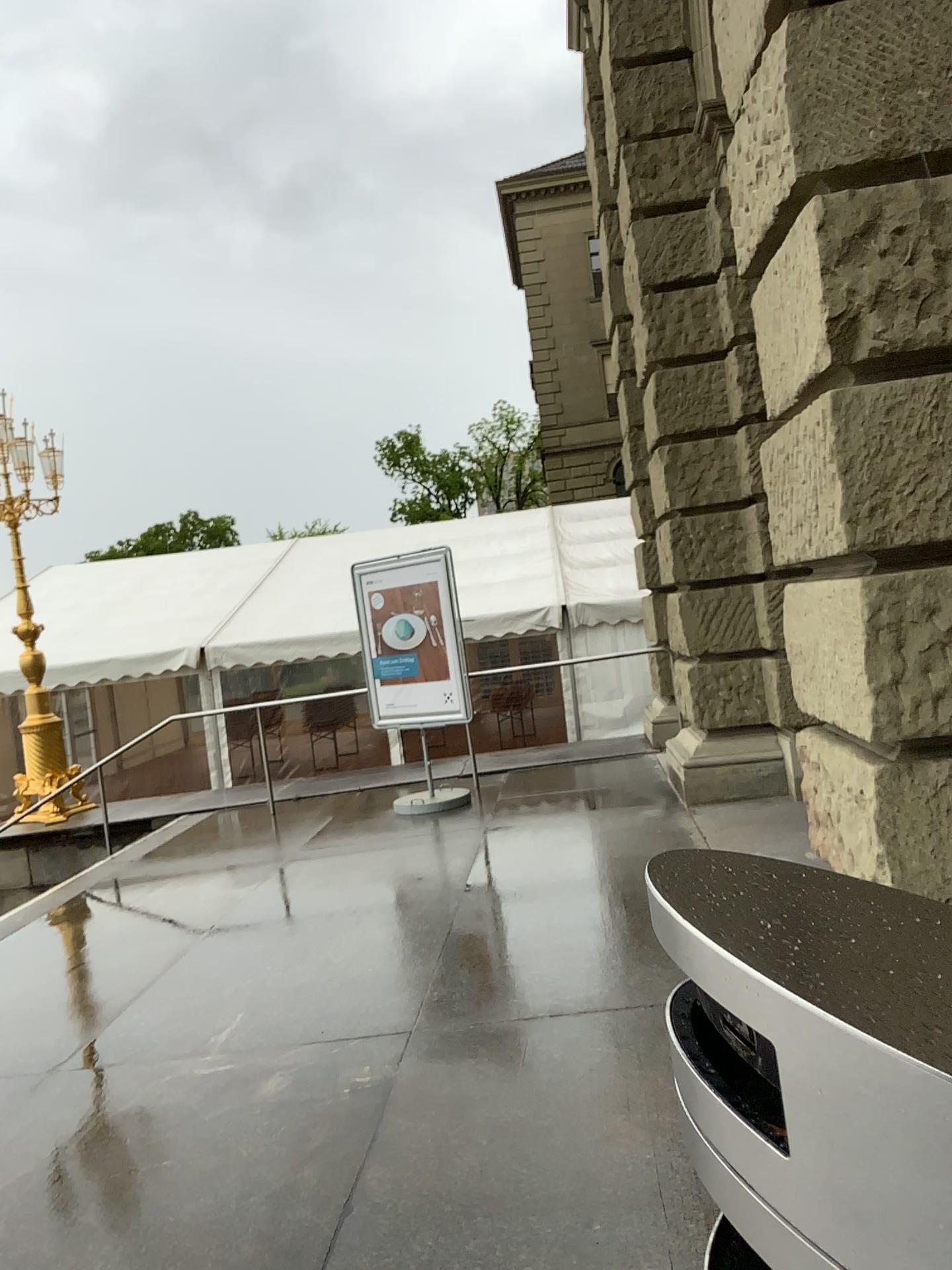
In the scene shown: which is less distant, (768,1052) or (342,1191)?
(768,1052)

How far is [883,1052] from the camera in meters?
0.5

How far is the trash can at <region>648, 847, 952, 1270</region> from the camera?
0.5m
